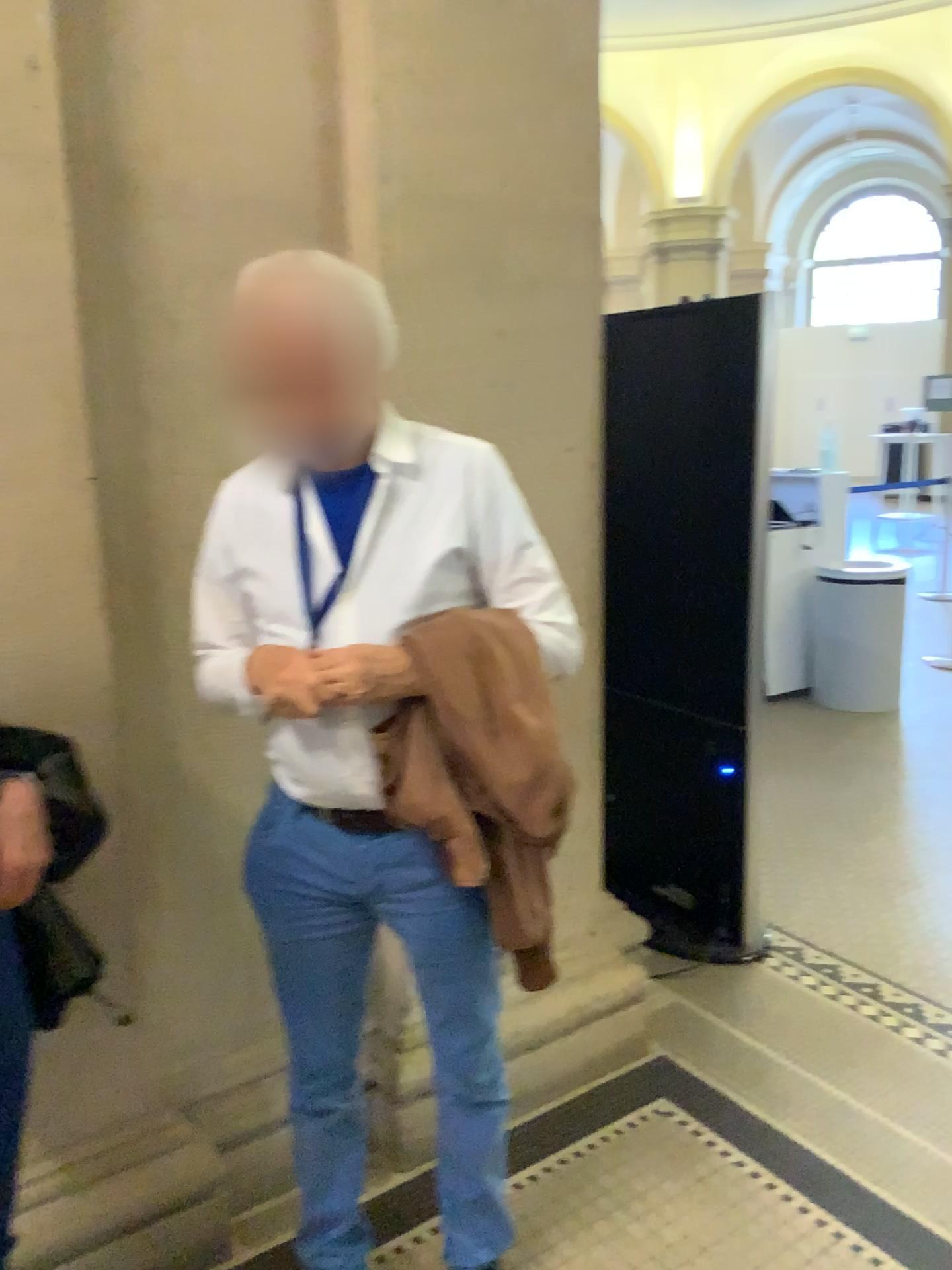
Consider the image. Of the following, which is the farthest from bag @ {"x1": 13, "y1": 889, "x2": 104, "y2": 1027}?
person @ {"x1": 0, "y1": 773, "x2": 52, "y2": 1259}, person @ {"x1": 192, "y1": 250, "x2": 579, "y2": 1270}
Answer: person @ {"x1": 192, "y1": 250, "x2": 579, "y2": 1270}

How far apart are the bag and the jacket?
0.5m

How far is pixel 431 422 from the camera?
2.07m

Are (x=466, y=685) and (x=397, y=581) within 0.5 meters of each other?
yes

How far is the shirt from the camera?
1.5m

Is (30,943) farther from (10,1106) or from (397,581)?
(397,581)

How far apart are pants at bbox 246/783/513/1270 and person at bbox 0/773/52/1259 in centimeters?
31cm

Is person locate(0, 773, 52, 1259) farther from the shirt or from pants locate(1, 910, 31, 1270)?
the shirt

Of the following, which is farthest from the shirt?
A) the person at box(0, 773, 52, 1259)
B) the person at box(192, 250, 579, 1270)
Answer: the person at box(0, 773, 52, 1259)

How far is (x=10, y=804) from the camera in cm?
134
